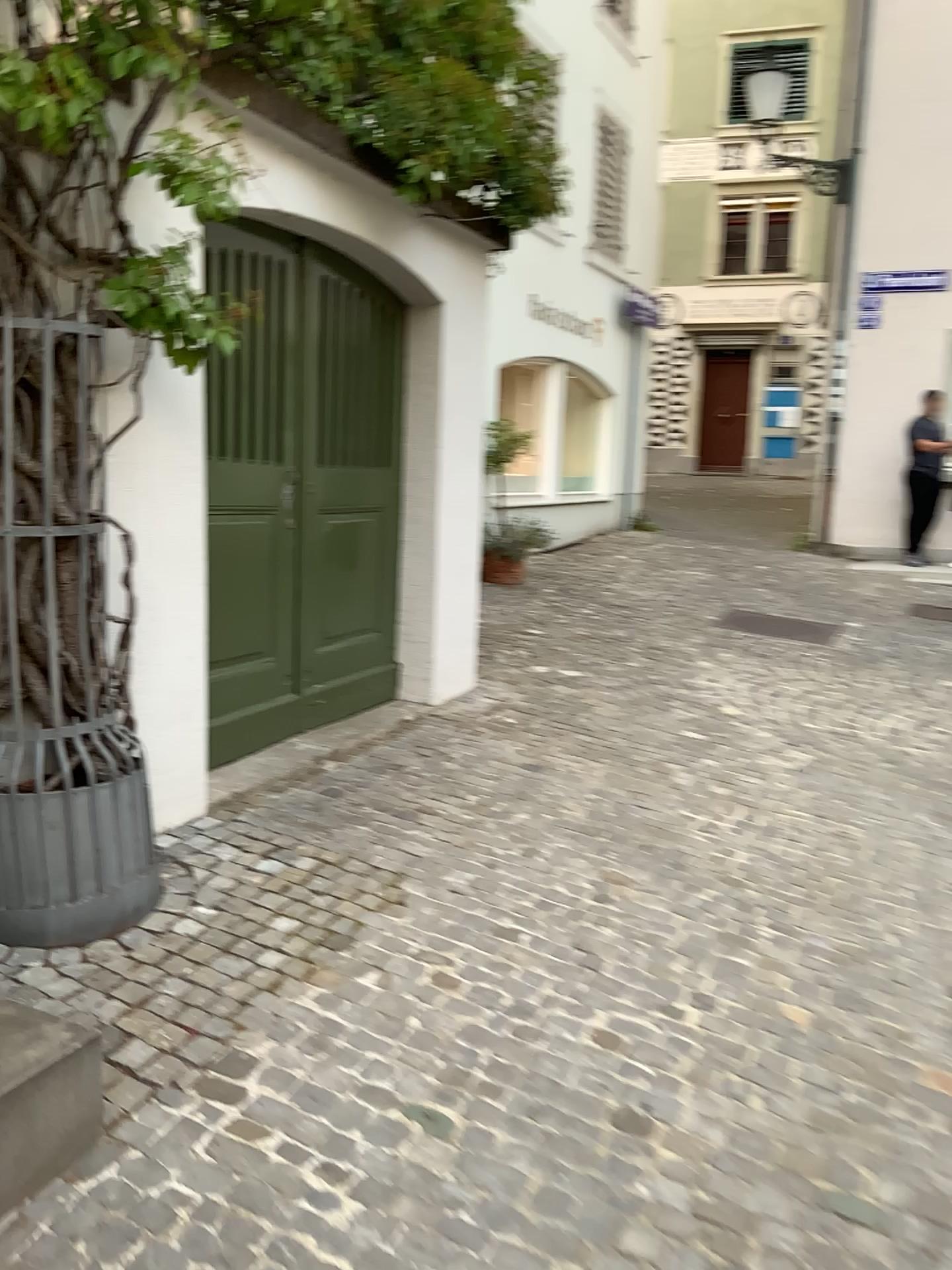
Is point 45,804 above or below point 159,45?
below

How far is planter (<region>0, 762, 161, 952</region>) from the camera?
2.5m

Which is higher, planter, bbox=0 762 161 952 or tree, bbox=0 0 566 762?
tree, bbox=0 0 566 762

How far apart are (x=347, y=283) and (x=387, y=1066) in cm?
306

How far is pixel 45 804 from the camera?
2.5 meters
